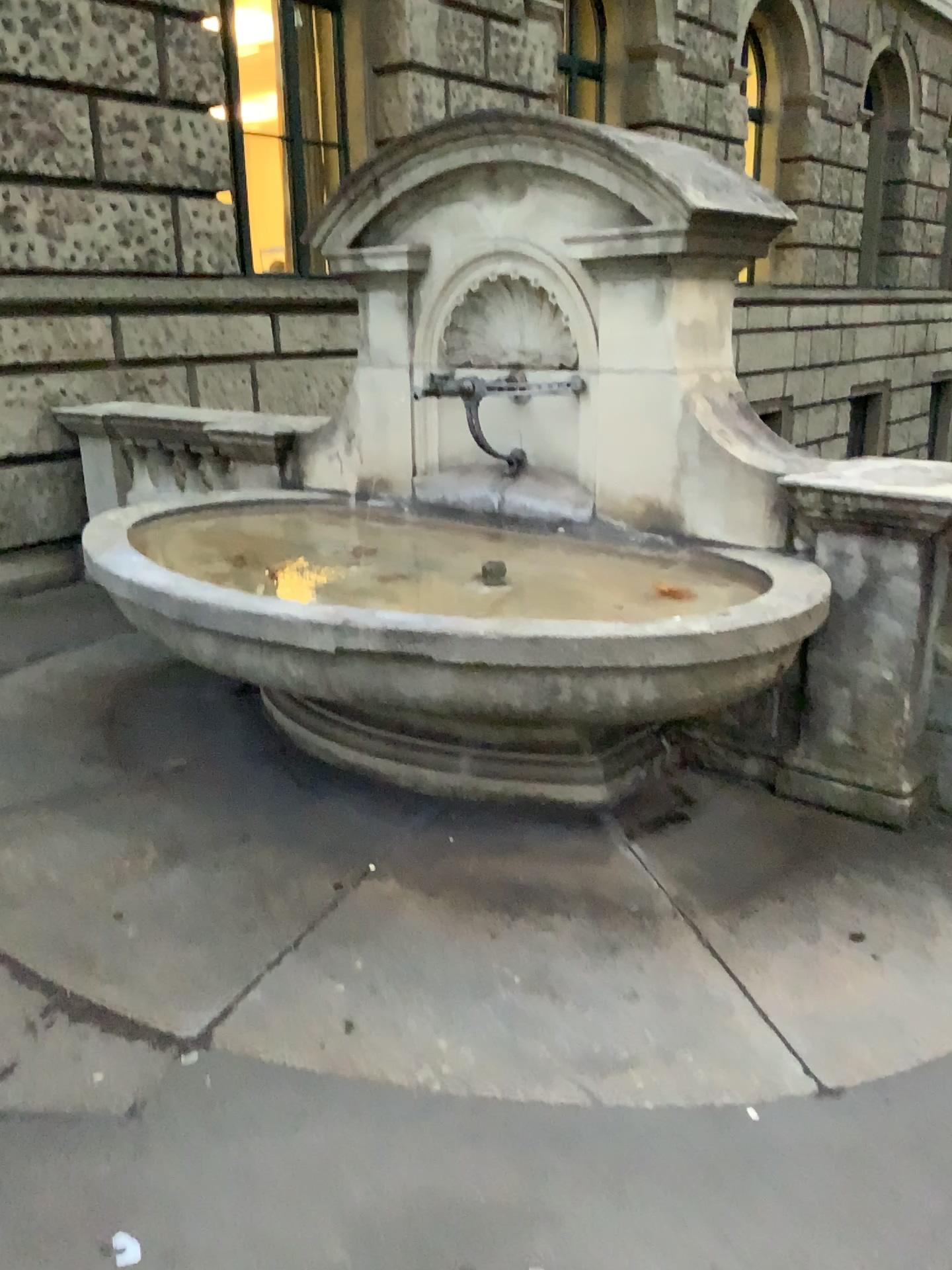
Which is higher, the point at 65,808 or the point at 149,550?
the point at 149,550

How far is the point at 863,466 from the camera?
3.1 meters

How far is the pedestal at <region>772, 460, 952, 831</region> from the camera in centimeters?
312cm
